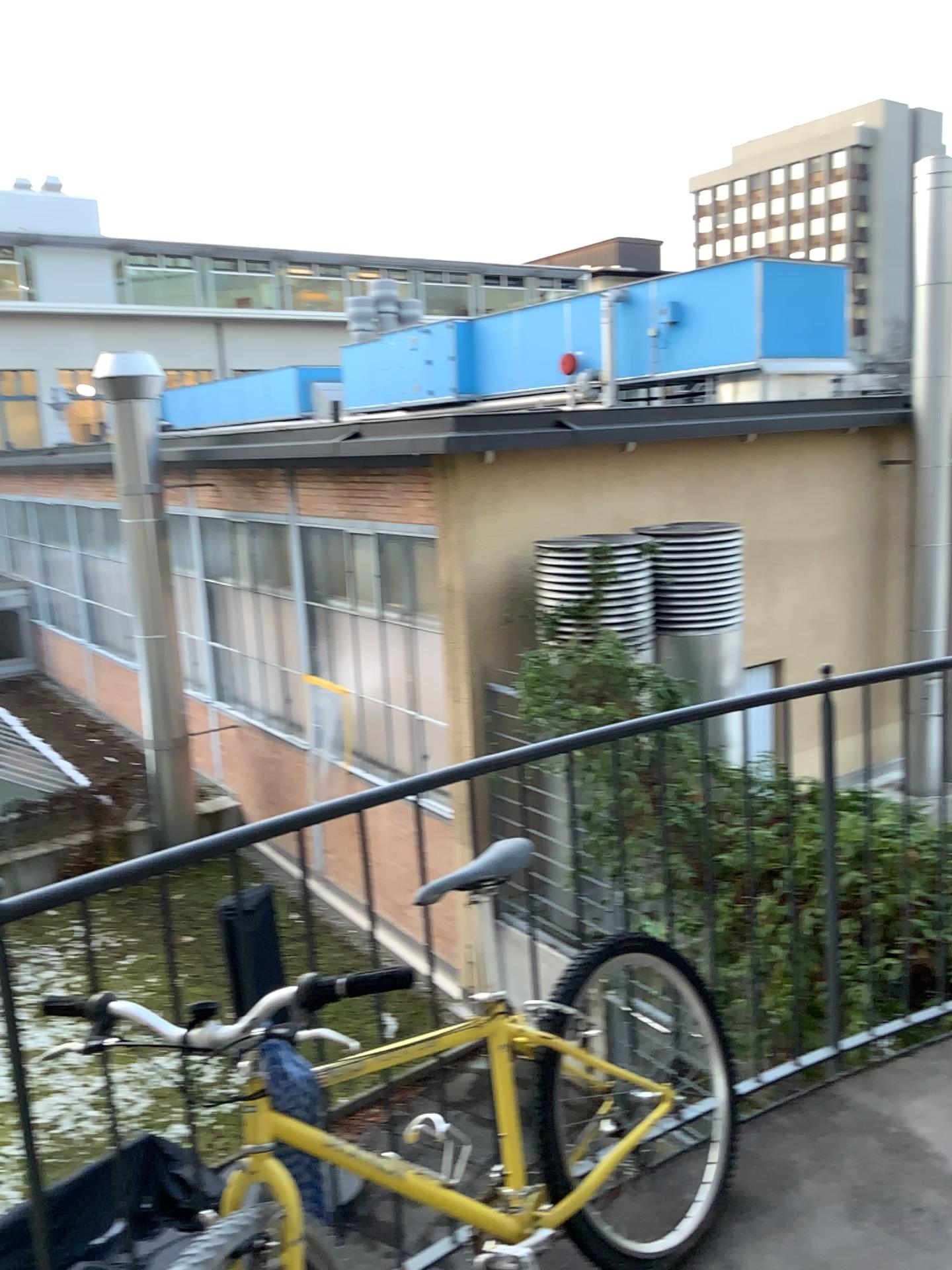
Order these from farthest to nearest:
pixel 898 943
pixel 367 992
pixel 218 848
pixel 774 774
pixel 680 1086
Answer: pixel 898 943, pixel 774 774, pixel 680 1086, pixel 218 848, pixel 367 992
